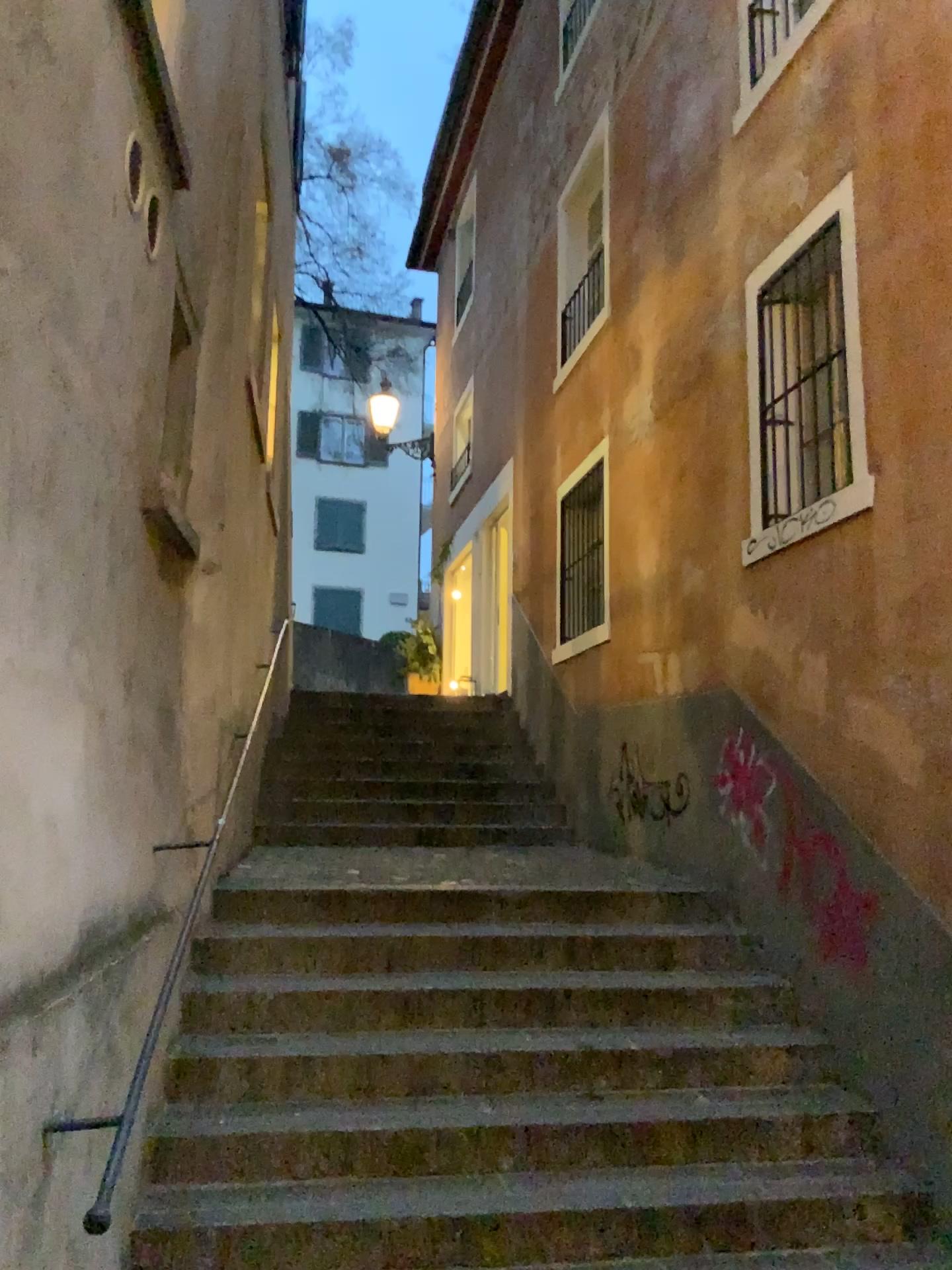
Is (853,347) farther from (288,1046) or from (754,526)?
(288,1046)
